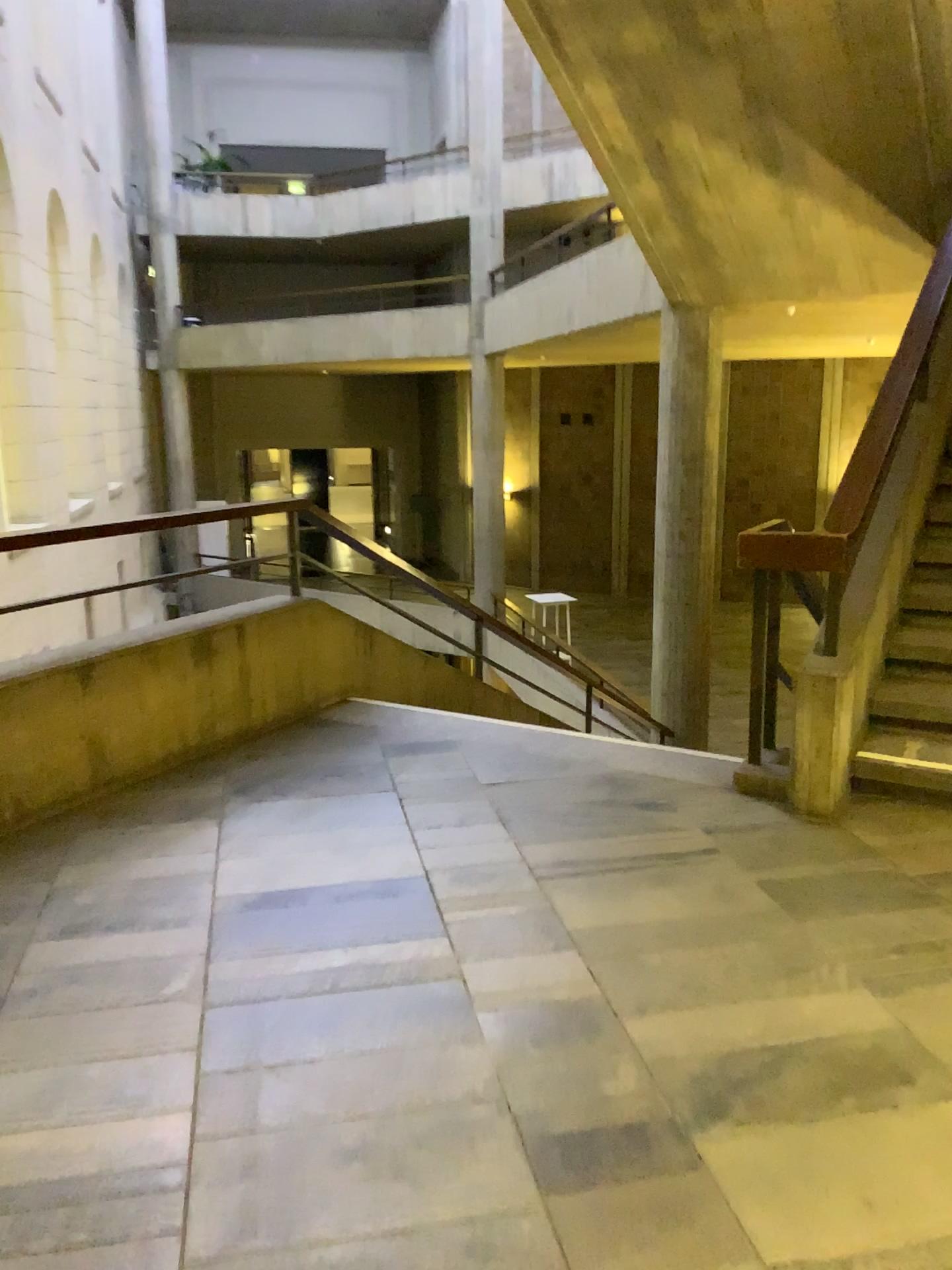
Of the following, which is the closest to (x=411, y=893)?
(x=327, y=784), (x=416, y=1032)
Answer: (x=416, y=1032)

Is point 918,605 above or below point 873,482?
below

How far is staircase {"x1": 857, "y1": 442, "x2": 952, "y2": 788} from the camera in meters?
3.5 m

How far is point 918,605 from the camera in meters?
3.5 m
